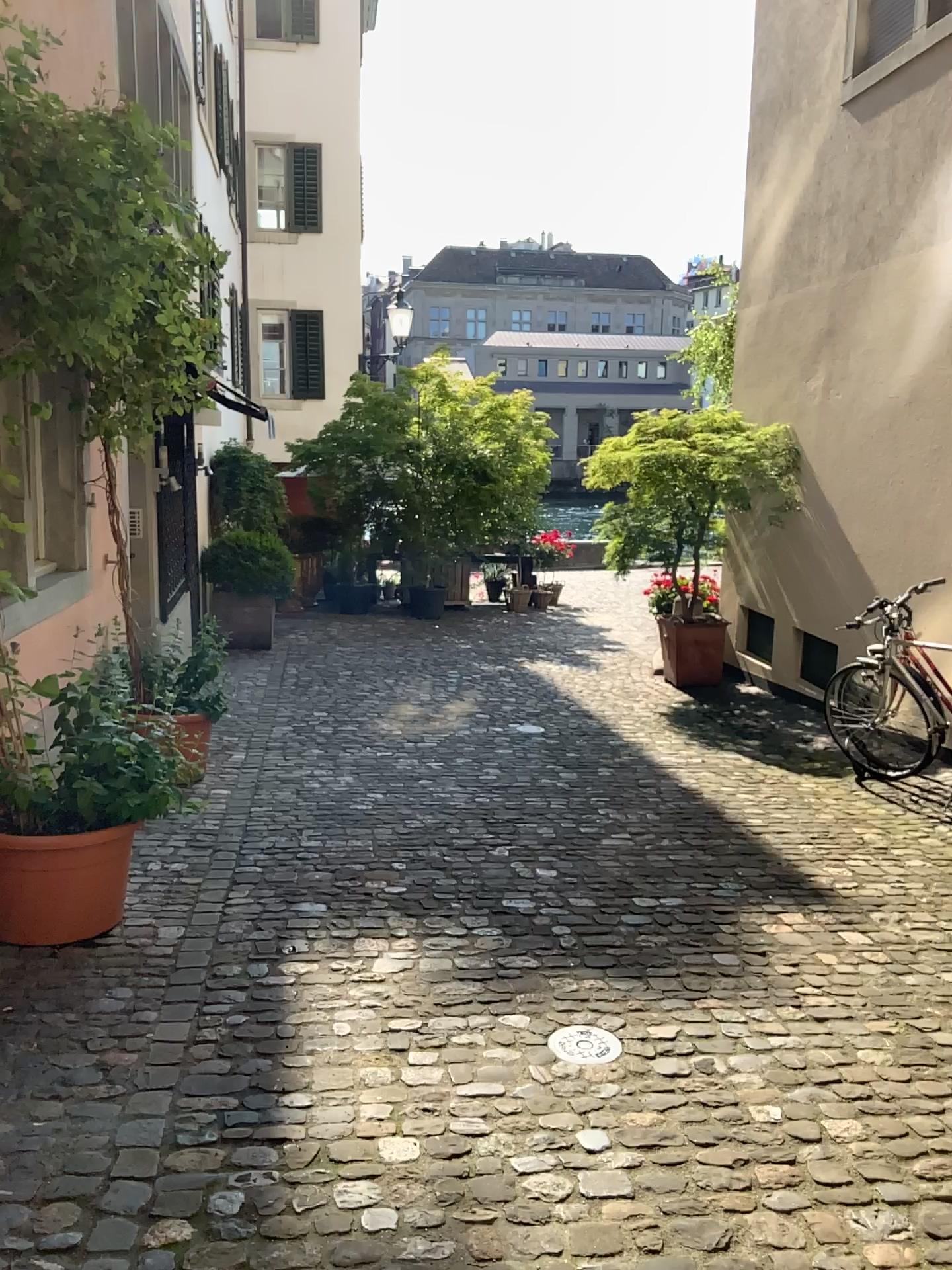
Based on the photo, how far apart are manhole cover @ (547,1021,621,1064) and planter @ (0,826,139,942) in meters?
1.5 m

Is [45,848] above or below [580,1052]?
above

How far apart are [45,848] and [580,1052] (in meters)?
1.71

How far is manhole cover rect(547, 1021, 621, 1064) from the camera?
2.7 meters

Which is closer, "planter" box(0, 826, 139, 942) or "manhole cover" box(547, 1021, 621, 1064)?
"manhole cover" box(547, 1021, 621, 1064)

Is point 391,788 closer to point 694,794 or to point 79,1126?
point 694,794

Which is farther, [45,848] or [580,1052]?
[45,848]

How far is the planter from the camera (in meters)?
3.23
